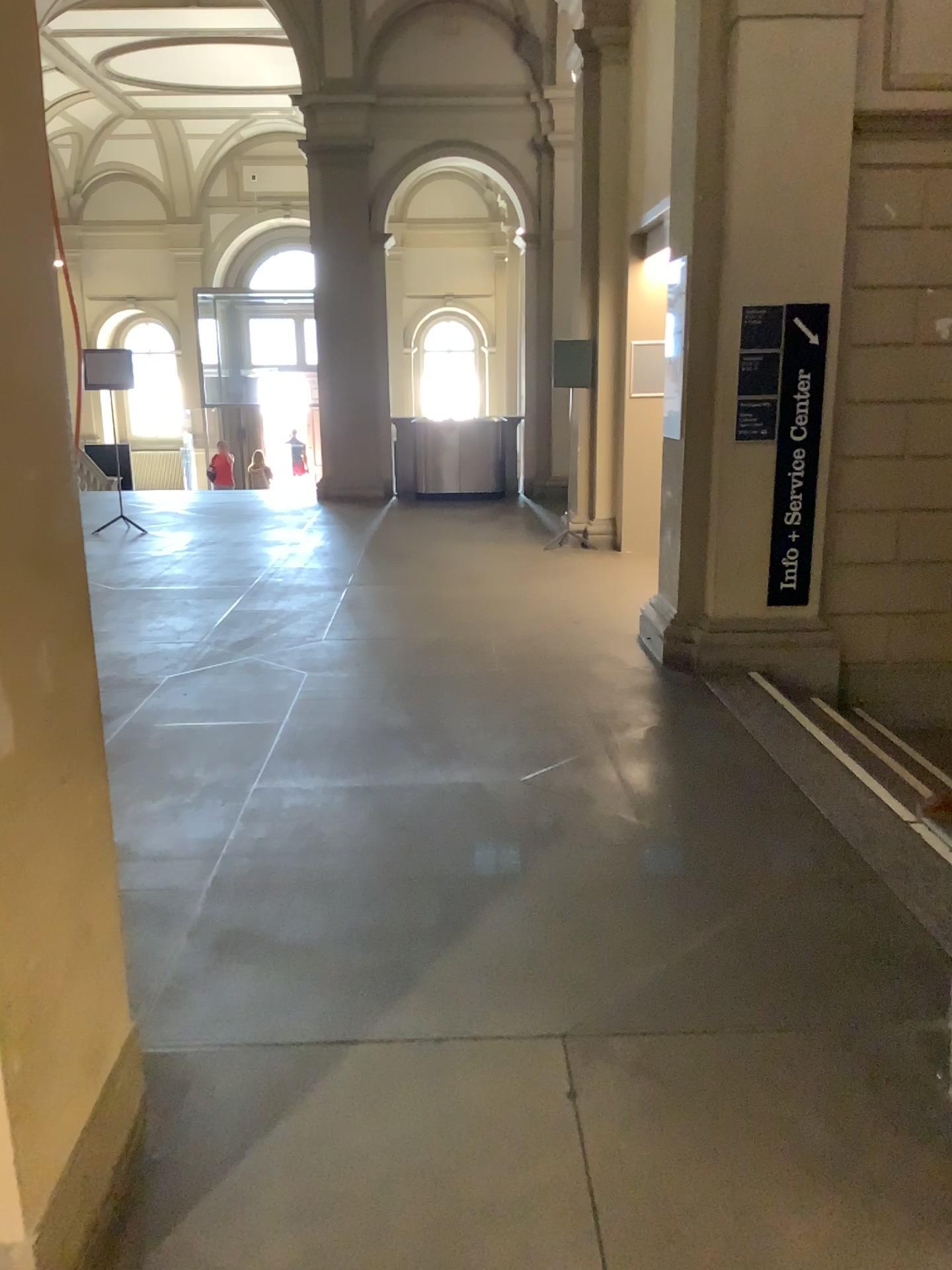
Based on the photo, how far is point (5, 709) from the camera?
1.6 meters

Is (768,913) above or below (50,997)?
below

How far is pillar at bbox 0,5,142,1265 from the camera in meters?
1.6
